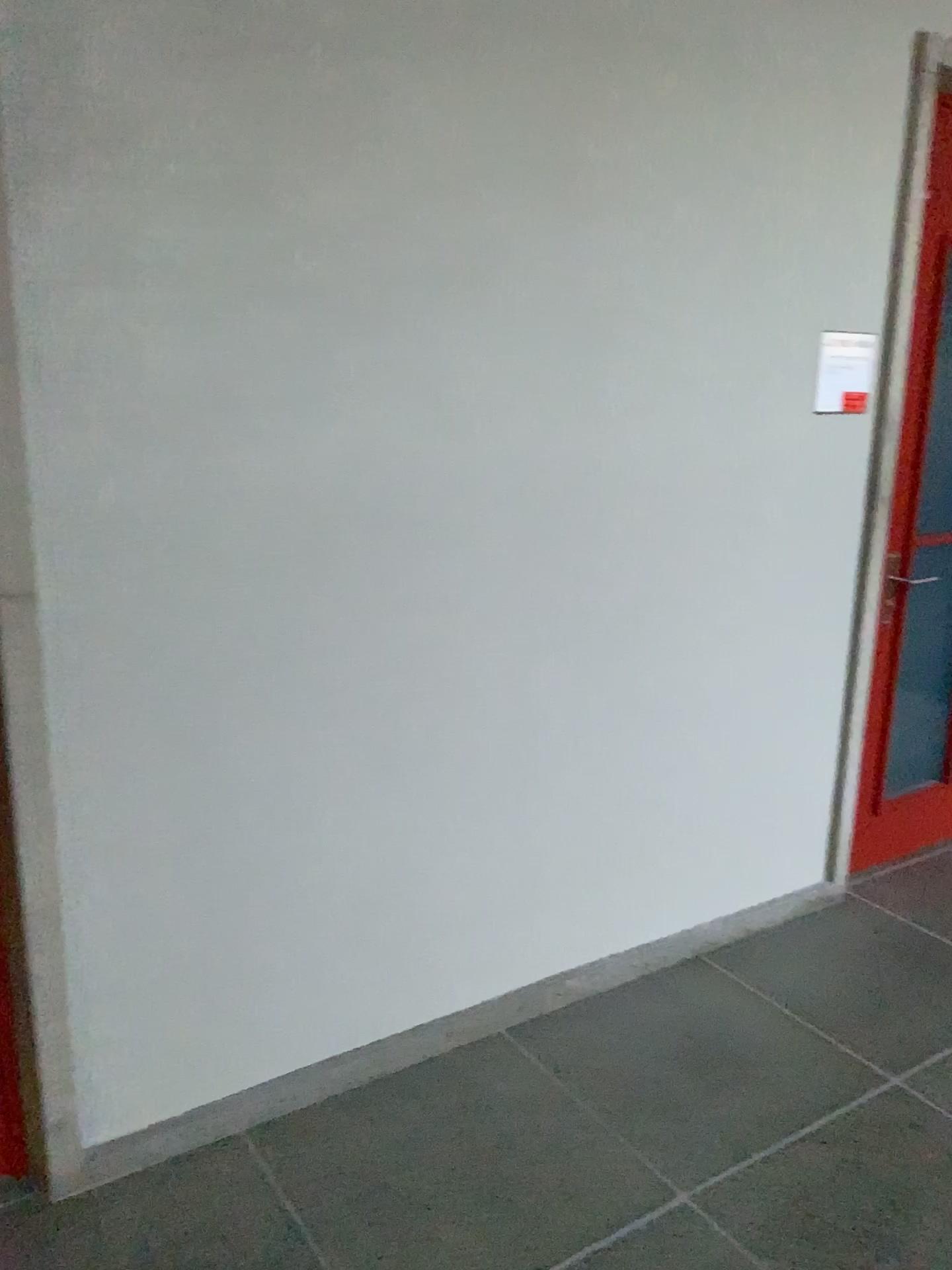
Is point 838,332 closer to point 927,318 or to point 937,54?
point 927,318

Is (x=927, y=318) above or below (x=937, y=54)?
below

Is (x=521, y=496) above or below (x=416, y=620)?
above

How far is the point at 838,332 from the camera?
2.85m

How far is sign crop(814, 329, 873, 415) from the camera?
2.9 meters
